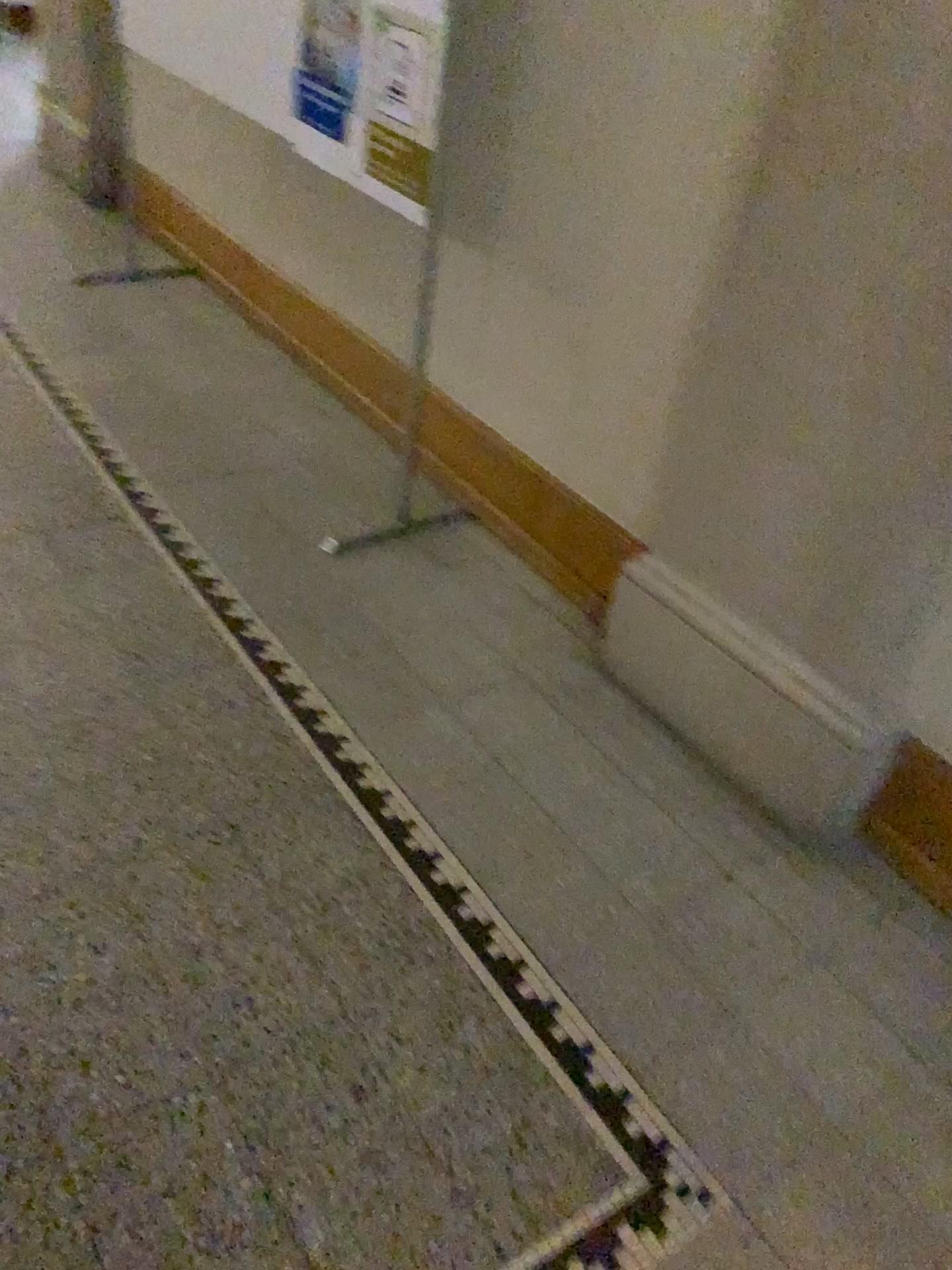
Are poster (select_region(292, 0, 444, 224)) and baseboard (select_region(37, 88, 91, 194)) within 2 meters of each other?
no

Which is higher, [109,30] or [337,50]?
[337,50]

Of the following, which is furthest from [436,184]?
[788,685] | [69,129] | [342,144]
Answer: [69,129]

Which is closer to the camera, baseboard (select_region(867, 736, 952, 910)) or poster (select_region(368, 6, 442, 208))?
baseboard (select_region(867, 736, 952, 910))

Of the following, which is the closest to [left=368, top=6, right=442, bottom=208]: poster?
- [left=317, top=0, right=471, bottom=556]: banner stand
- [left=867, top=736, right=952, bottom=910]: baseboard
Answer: [left=317, top=0, right=471, bottom=556]: banner stand

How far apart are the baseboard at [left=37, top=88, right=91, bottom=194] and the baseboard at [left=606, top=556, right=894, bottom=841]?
3.4m

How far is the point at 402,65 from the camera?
2.1 meters

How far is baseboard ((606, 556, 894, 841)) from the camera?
1.8m

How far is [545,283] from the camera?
2.3 meters

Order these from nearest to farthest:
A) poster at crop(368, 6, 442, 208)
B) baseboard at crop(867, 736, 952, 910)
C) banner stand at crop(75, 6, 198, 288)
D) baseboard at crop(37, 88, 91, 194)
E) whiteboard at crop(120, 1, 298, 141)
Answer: baseboard at crop(867, 736, 952, 910) → poster at crop(368, 6, 442, 208) → whiteboard at crop(120, 1, 298, 141) → banner stand at crop(75, 6, 198, 288) → baseboard at crop(37, 88, 91, 194)
